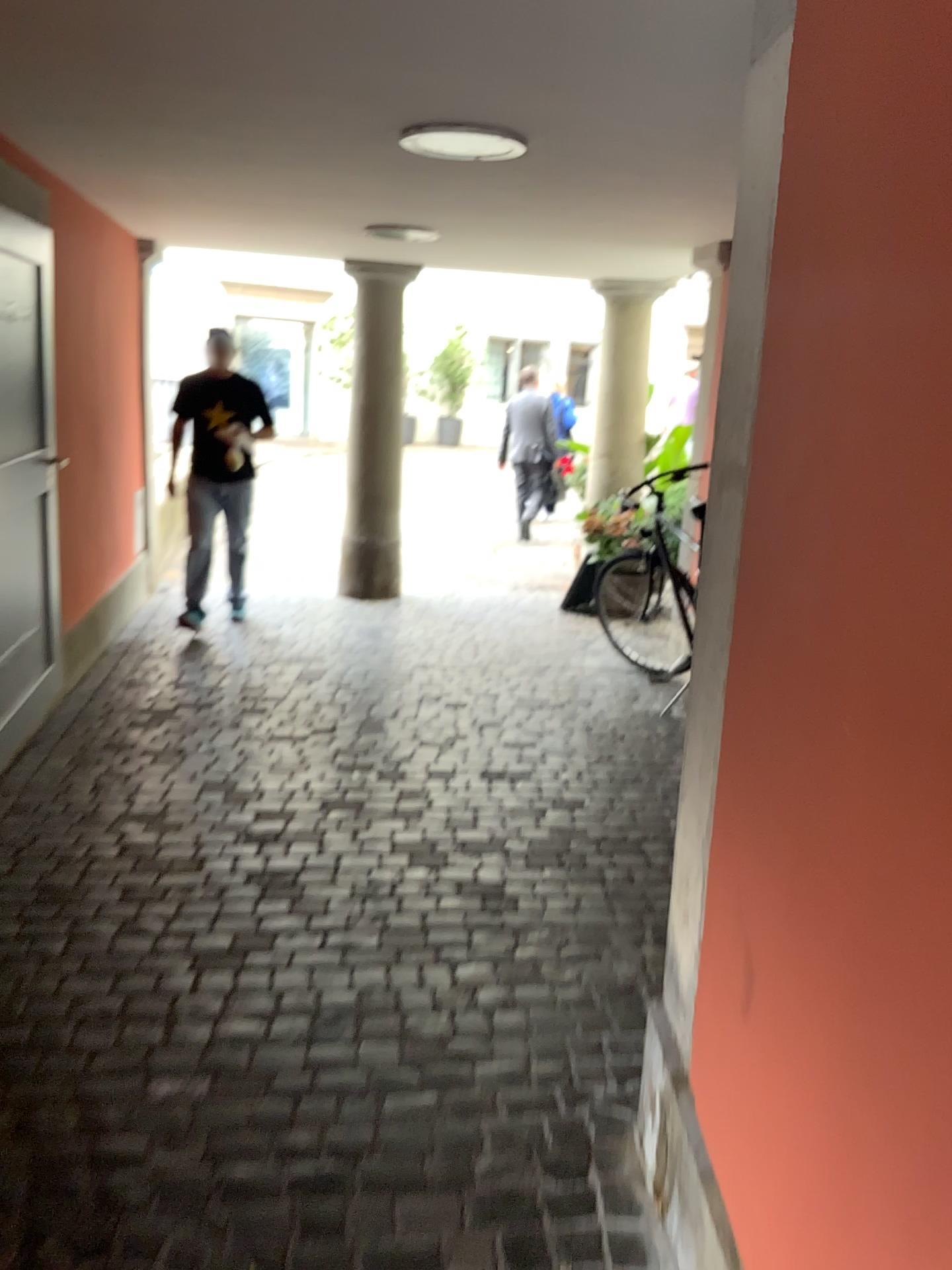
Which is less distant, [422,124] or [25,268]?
[422,124]

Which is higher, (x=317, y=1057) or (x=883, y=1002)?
(x=883, y=1002)

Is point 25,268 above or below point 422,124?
below

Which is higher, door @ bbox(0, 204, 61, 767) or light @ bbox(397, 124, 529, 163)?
light @ bbox(397, 124, 529, 163)

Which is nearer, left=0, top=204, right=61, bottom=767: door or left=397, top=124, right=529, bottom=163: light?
left=397, top=124, right=529, bottom=163: light

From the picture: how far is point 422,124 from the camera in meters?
2.9 m

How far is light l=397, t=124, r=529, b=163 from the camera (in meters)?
2.93
